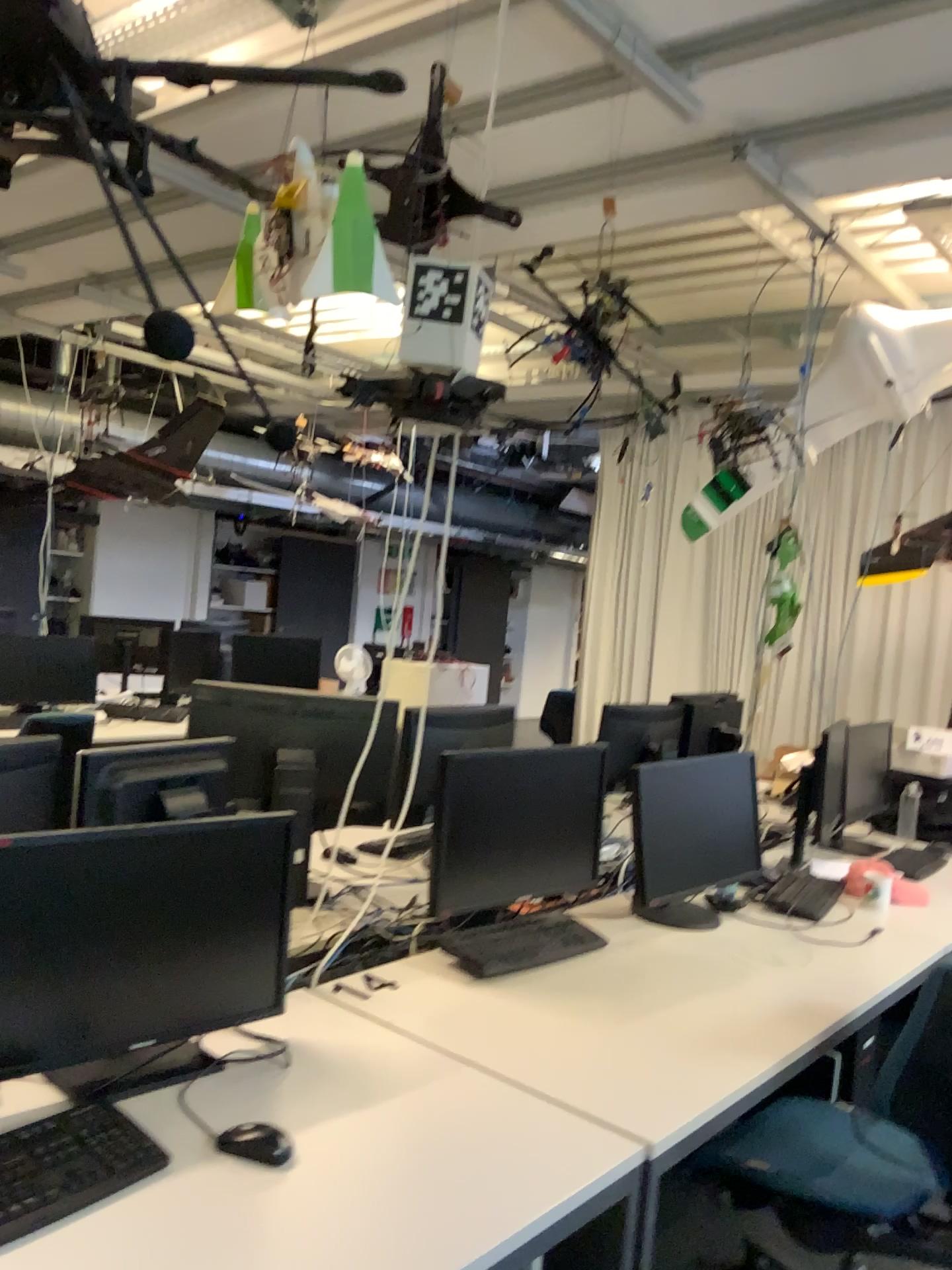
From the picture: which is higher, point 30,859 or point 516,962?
point 30,859

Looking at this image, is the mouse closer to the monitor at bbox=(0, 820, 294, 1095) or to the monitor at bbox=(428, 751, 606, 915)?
the monitor at bbox=(0, 820, 294, 1095)

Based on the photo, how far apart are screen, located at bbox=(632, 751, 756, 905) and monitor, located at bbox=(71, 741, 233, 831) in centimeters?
105cm

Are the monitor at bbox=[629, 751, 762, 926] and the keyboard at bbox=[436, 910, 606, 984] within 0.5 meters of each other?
yes

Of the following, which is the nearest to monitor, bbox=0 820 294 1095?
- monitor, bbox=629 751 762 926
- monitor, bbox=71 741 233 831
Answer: monitor, bbox=71 741 233 831

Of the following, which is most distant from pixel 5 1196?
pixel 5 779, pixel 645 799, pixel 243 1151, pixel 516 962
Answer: pixel 645 799

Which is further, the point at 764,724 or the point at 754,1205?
the point at 764,724

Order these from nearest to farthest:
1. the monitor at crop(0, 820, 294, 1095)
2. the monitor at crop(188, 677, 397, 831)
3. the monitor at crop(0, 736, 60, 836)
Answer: the monitor at crop(0, 820, 294, 1095)
the monitor at crop(0, 736, 60, 836)
the monitor at crop(188, 677, 397, 831)

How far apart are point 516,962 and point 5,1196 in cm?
124

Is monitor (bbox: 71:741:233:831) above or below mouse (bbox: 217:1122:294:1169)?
above
